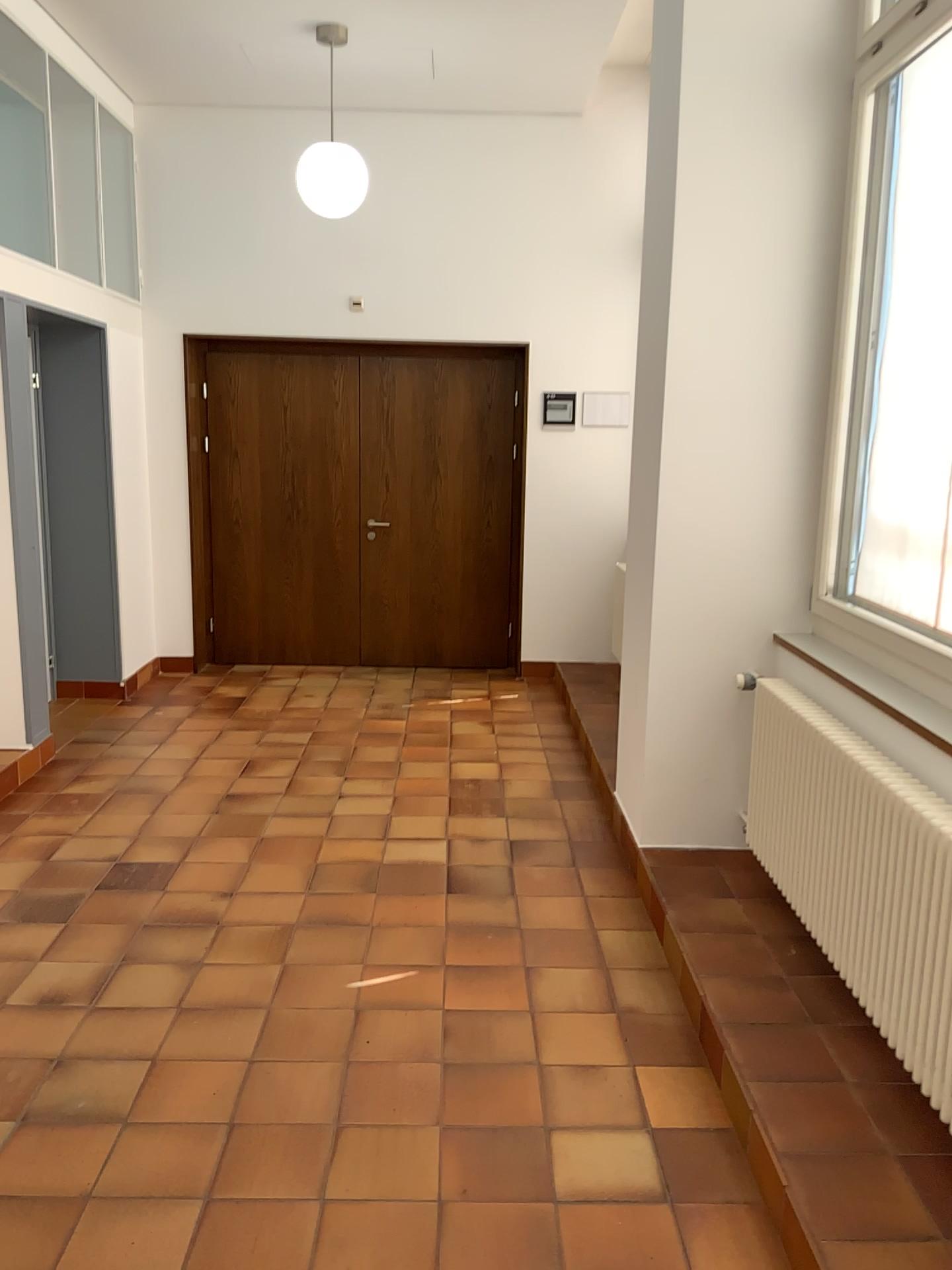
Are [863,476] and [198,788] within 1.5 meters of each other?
no
